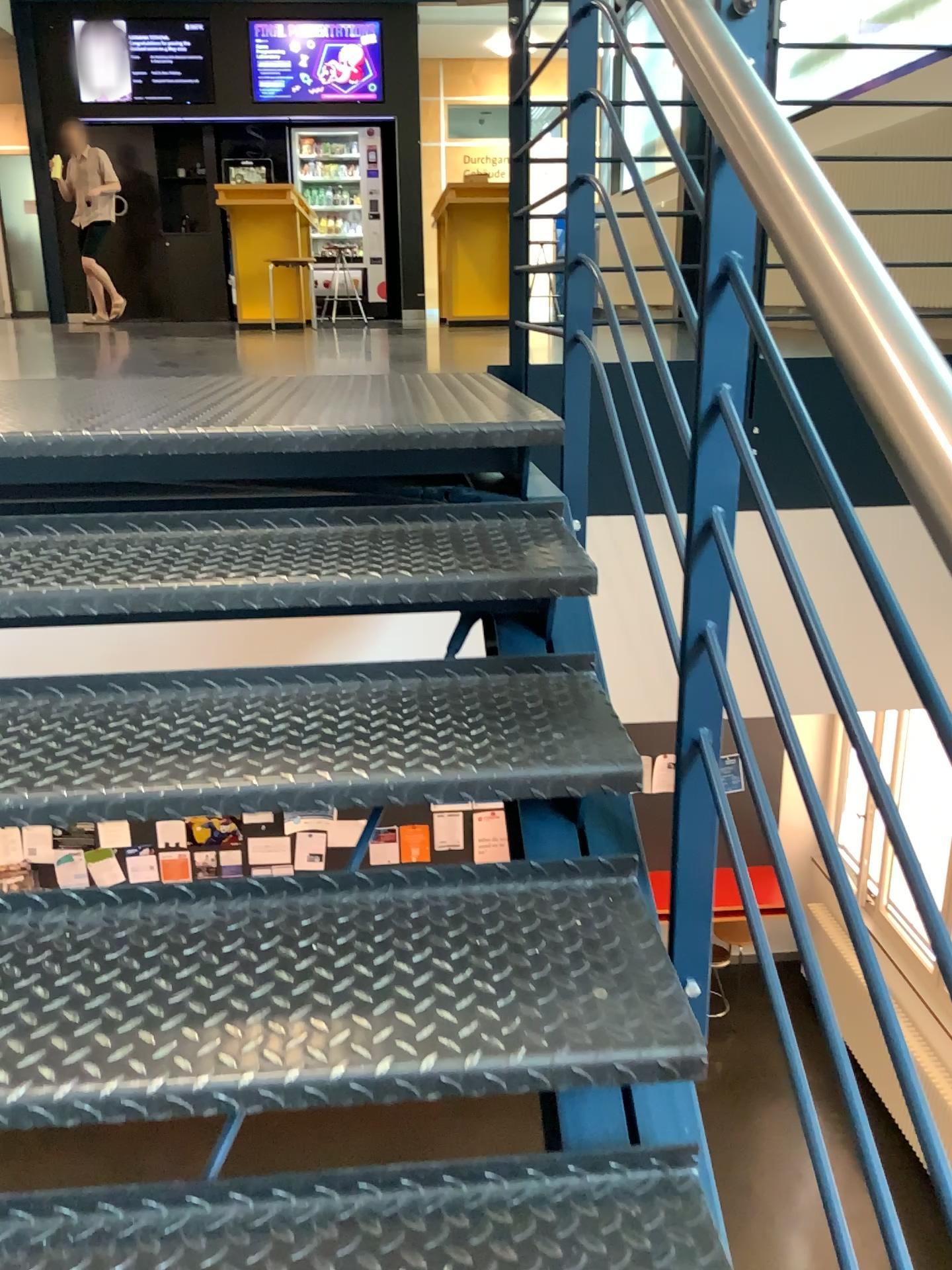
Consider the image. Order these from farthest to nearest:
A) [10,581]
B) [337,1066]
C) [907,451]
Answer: [10,581], [337,1066], [907,451]

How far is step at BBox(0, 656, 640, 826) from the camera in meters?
1.3 m

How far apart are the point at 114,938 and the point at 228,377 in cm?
171

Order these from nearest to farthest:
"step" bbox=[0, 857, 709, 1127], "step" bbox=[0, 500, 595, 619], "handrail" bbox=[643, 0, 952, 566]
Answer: "handrail" bbox=[643, 0, 952, 566], "step" bbox=[0, 857, 709, 1127], "step" bbox=[0, 500, 595, 619]

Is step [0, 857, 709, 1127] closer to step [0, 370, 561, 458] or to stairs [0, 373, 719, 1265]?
stairs [0, 373, 719, 1265]

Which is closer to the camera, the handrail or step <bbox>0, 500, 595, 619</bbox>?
the handrail

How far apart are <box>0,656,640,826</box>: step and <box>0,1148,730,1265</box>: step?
0.4m

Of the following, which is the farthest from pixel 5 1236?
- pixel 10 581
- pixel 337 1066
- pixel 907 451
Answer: pixel 907 451

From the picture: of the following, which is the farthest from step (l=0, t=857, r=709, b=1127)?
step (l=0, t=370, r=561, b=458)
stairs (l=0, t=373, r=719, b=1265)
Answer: step (l=0, t=370, r=561, b=458)

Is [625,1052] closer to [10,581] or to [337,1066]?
[337,1066]
